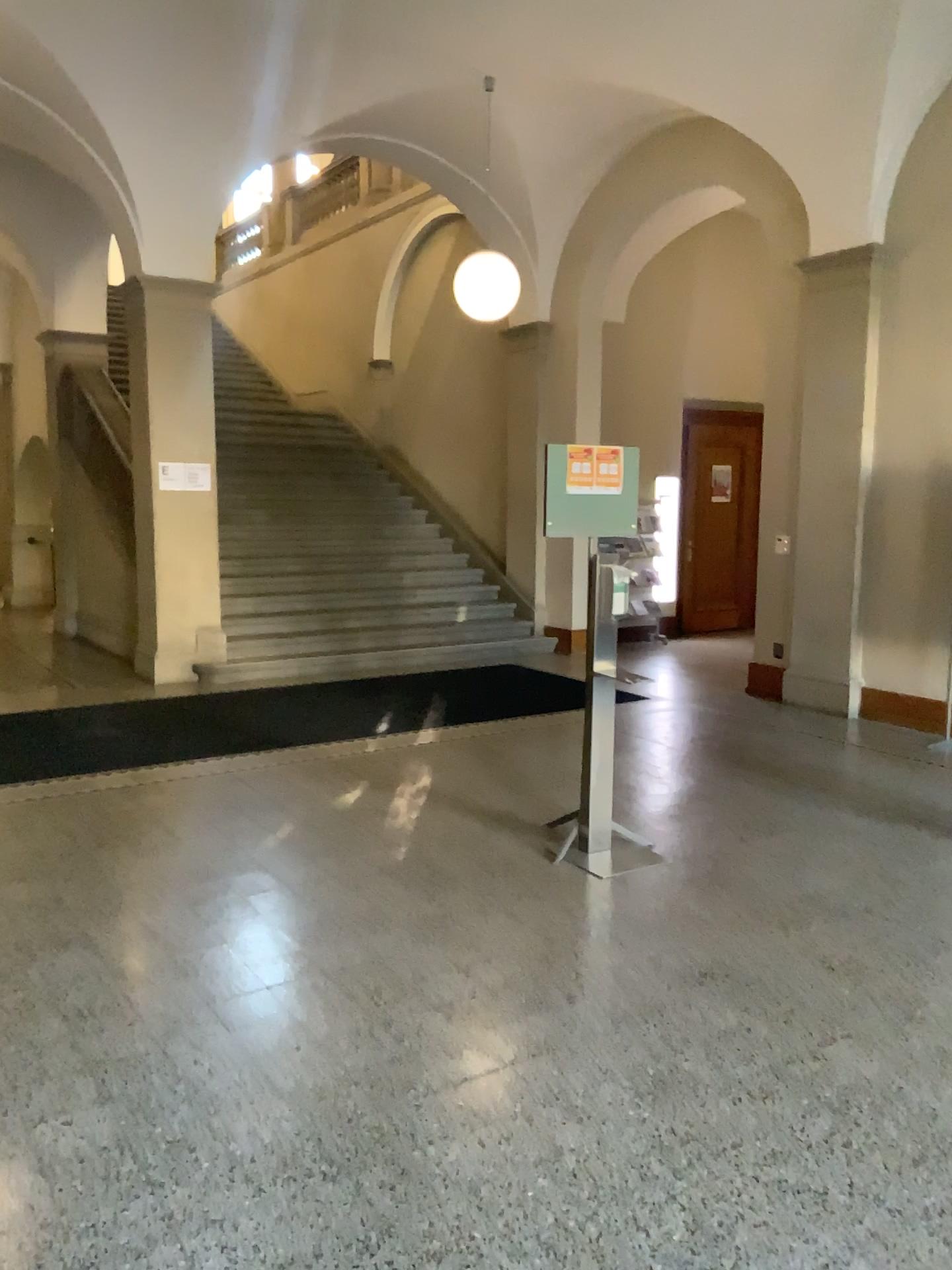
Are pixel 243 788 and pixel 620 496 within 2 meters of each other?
no
